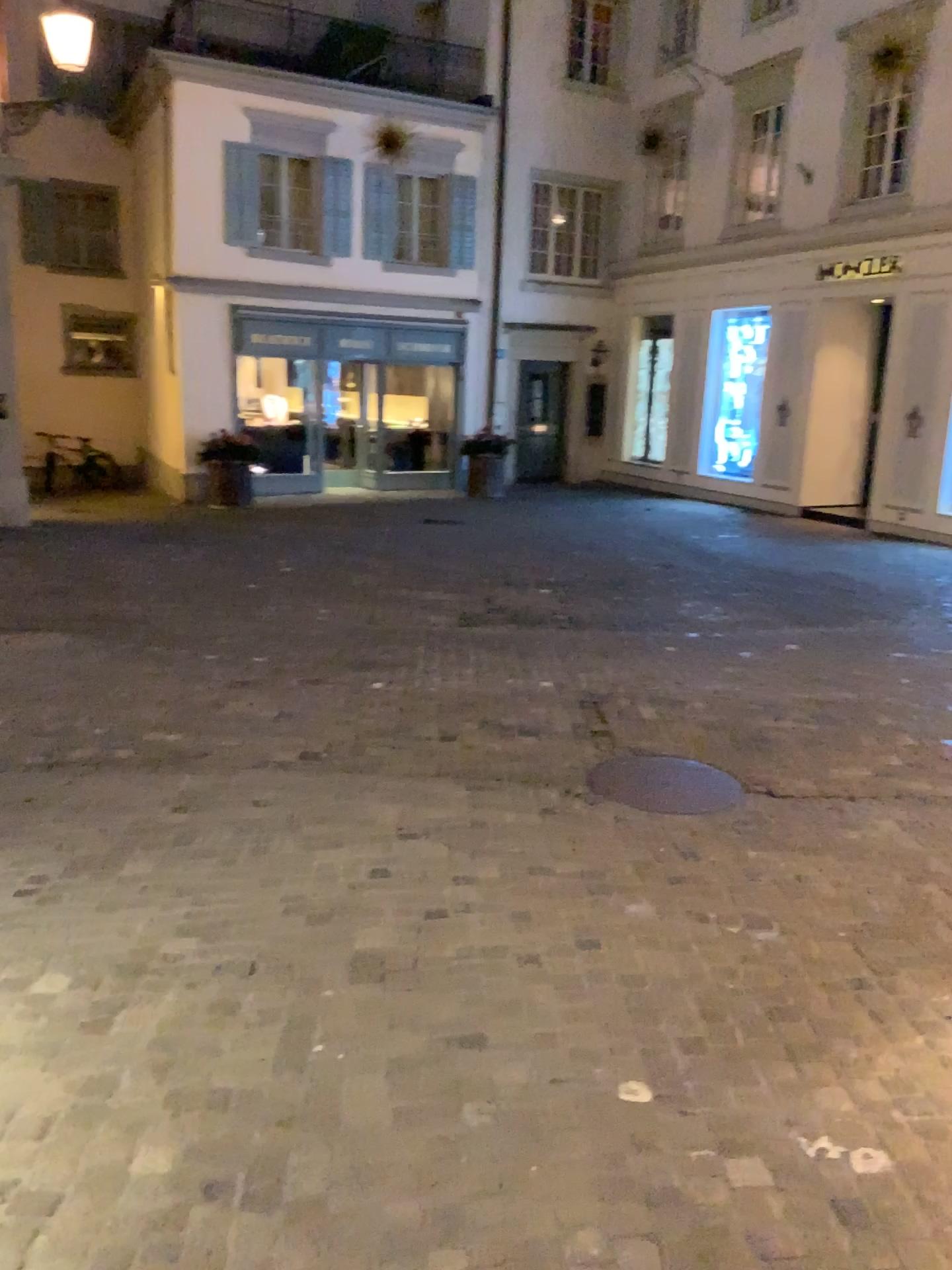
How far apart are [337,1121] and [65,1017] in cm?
90
